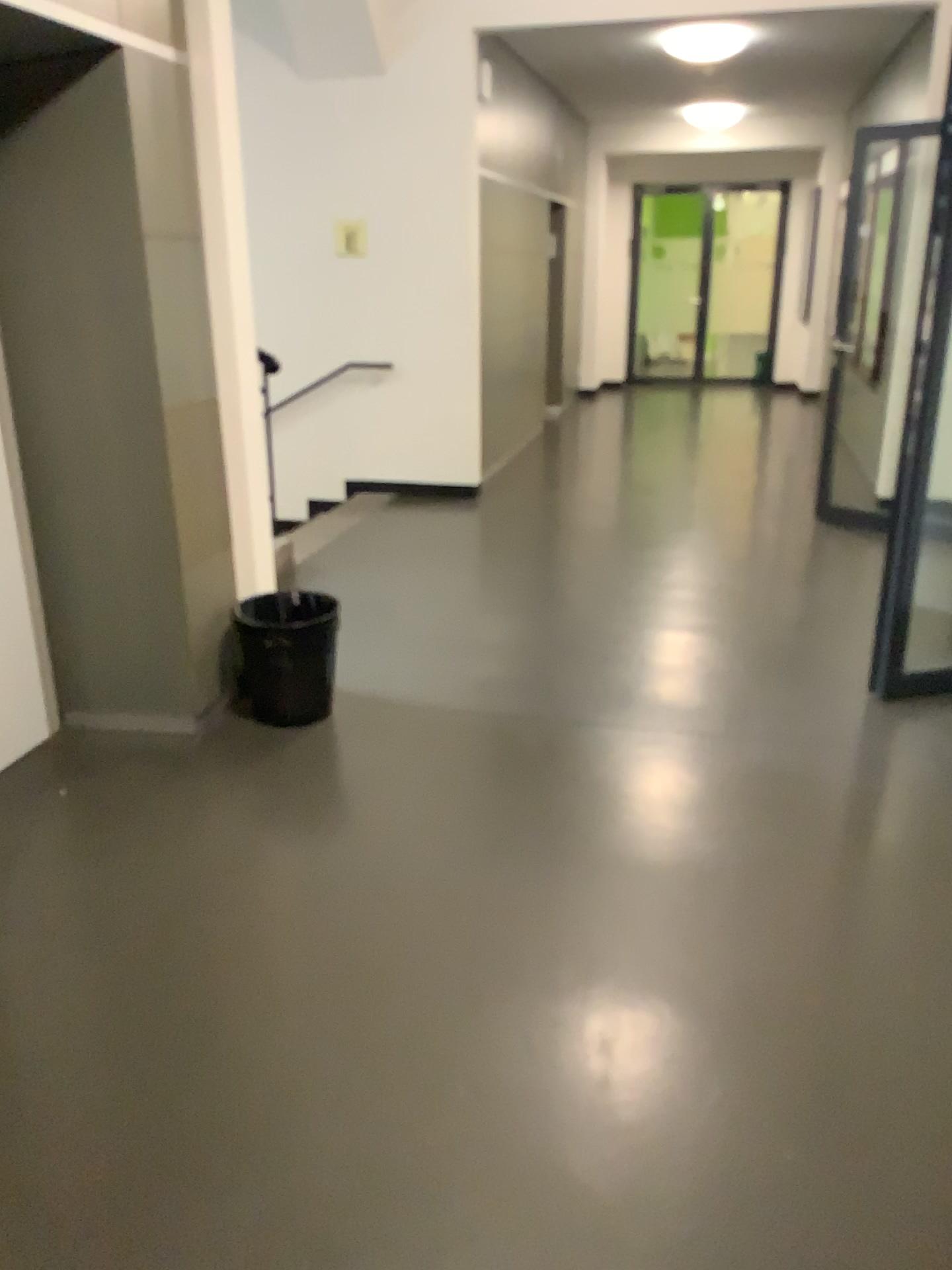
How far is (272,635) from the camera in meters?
3.5

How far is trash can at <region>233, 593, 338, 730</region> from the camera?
3.5 meters

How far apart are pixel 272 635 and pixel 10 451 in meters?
1.0 m

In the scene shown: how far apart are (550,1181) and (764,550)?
4.3 meters

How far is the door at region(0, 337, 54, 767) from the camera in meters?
3.3

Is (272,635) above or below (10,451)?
below

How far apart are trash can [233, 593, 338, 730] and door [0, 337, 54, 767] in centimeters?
66cm
